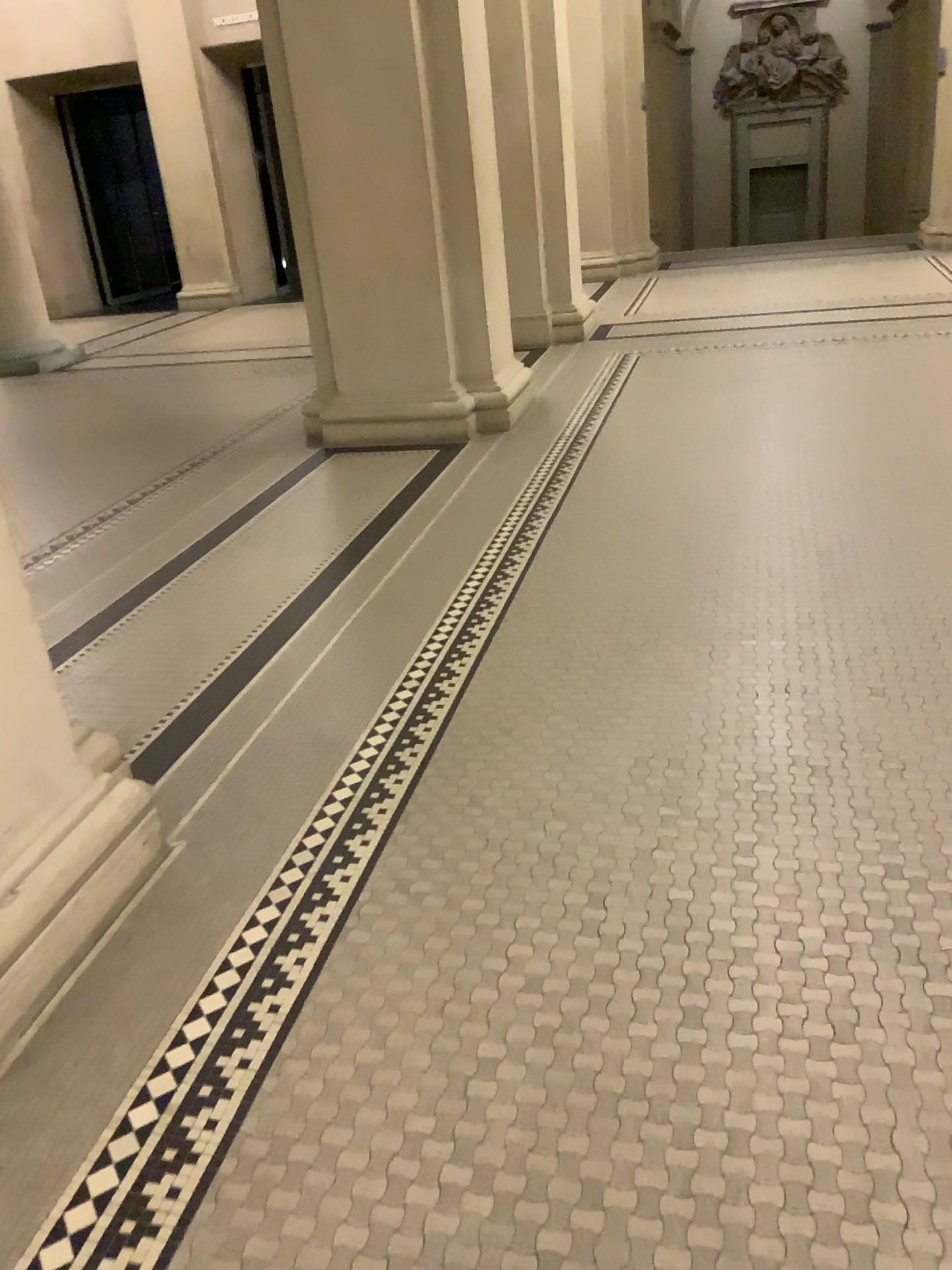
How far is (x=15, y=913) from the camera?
1.9m

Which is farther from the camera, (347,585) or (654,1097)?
(347,585)

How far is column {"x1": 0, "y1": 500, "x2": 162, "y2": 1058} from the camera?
1.9m
